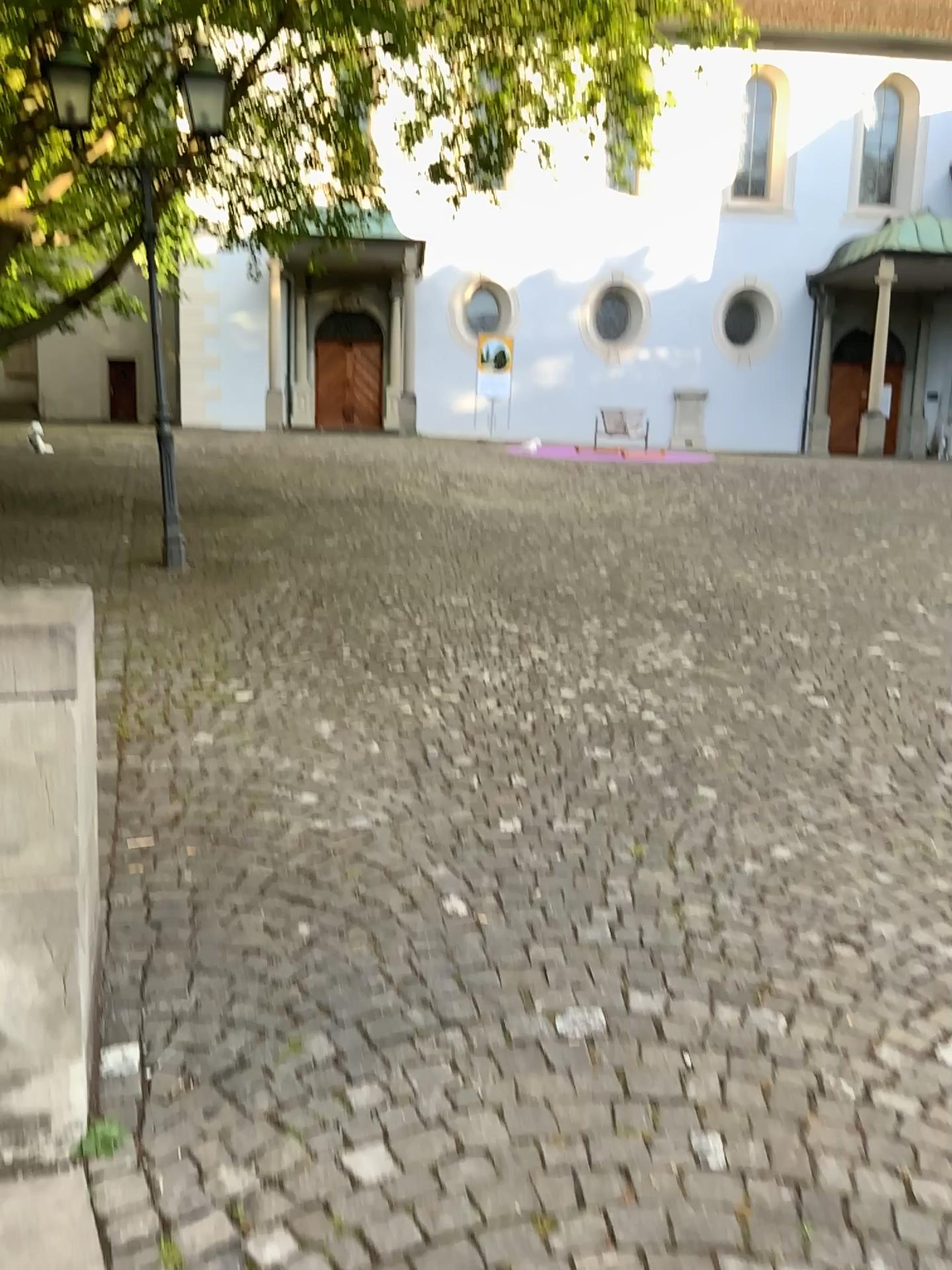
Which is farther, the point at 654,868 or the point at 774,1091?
the point at 654,868
